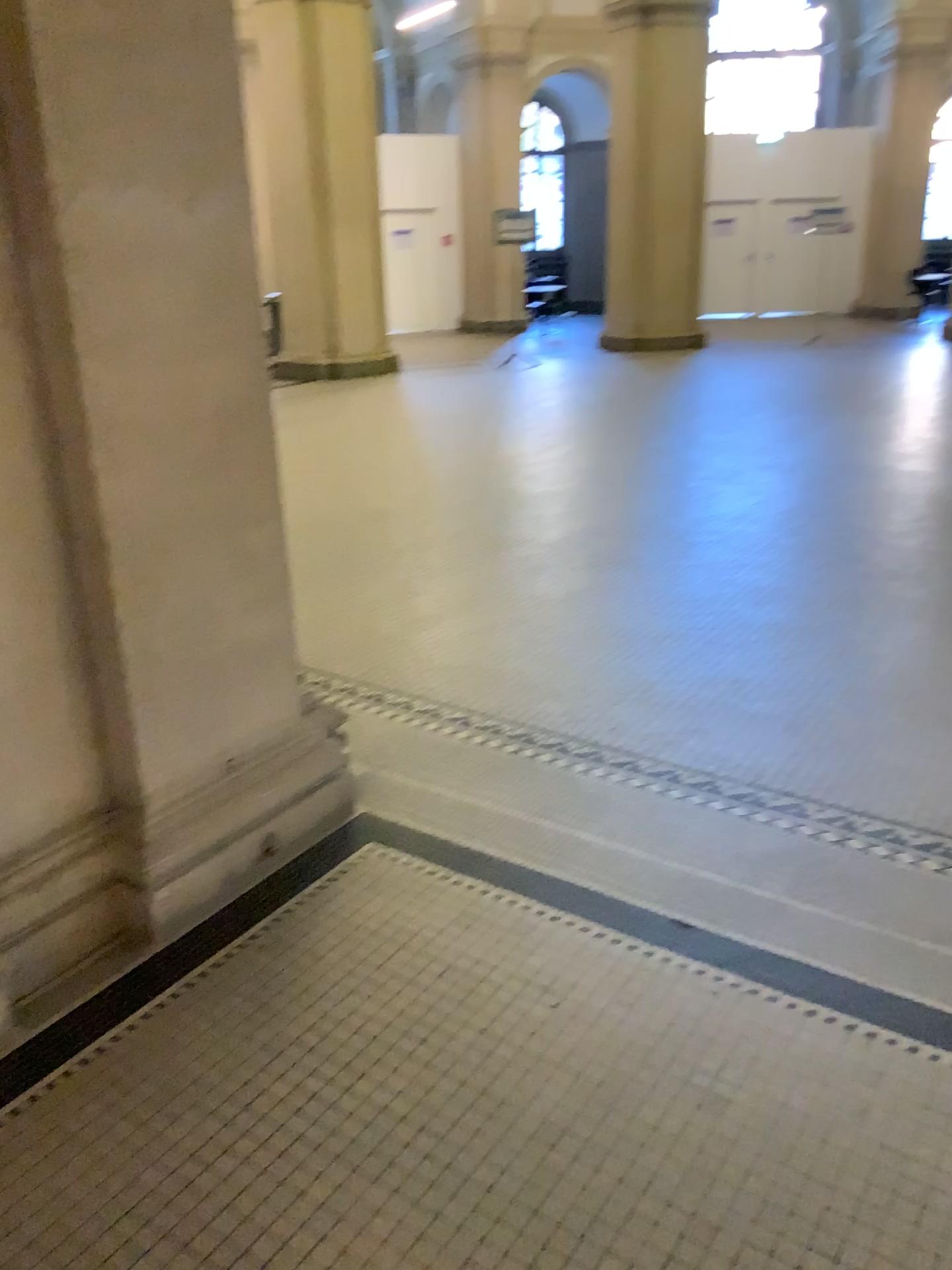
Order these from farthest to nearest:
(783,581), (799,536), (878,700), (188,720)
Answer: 1. (799,536)
2. (783,581)
3. (878,700)
4. (188,720)
